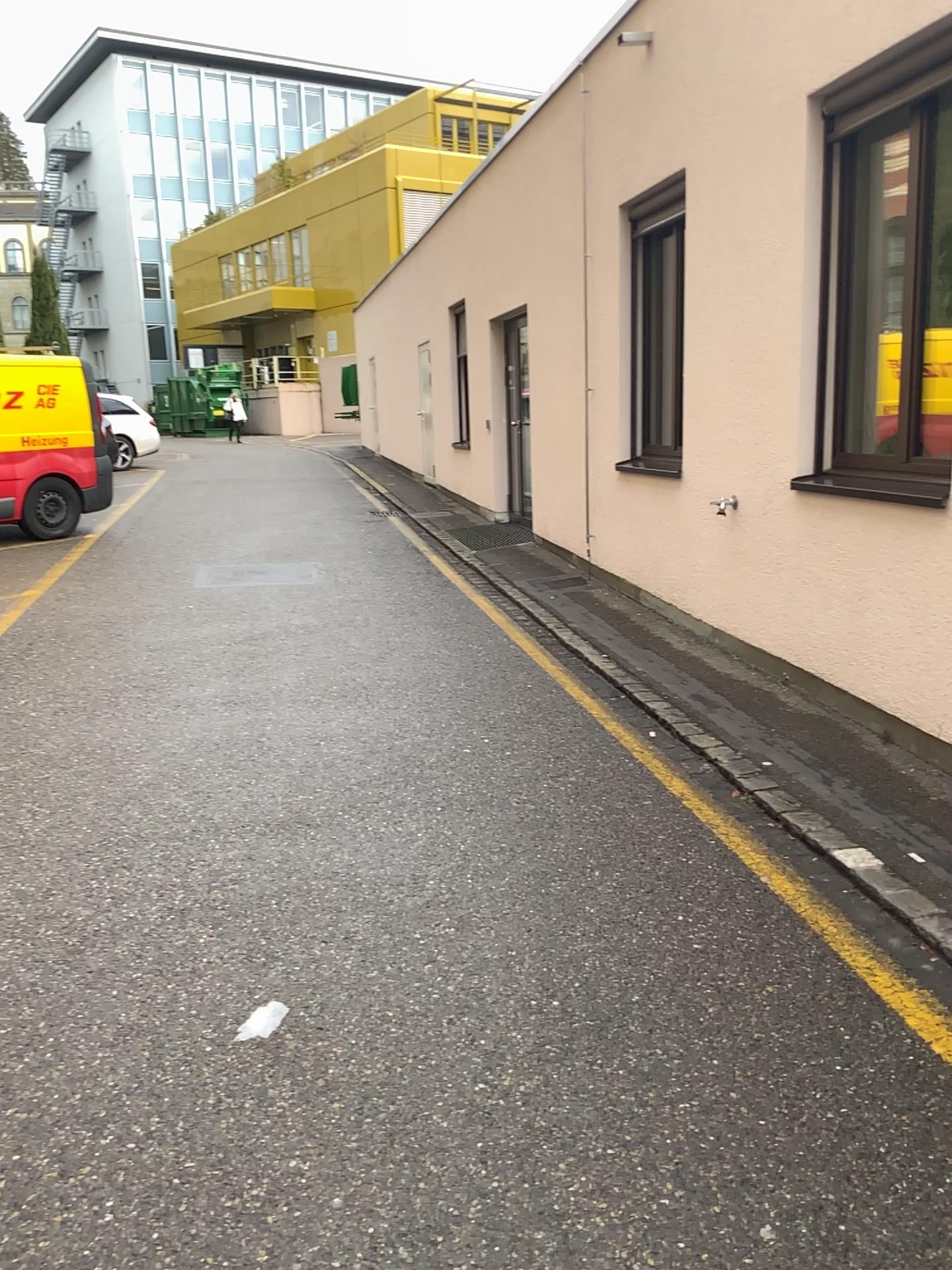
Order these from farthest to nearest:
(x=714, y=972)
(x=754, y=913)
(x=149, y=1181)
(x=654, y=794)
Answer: (x=654, y=794)
(x=754, y=913)
(x=714, y=972)
(x=149, y=1181)
